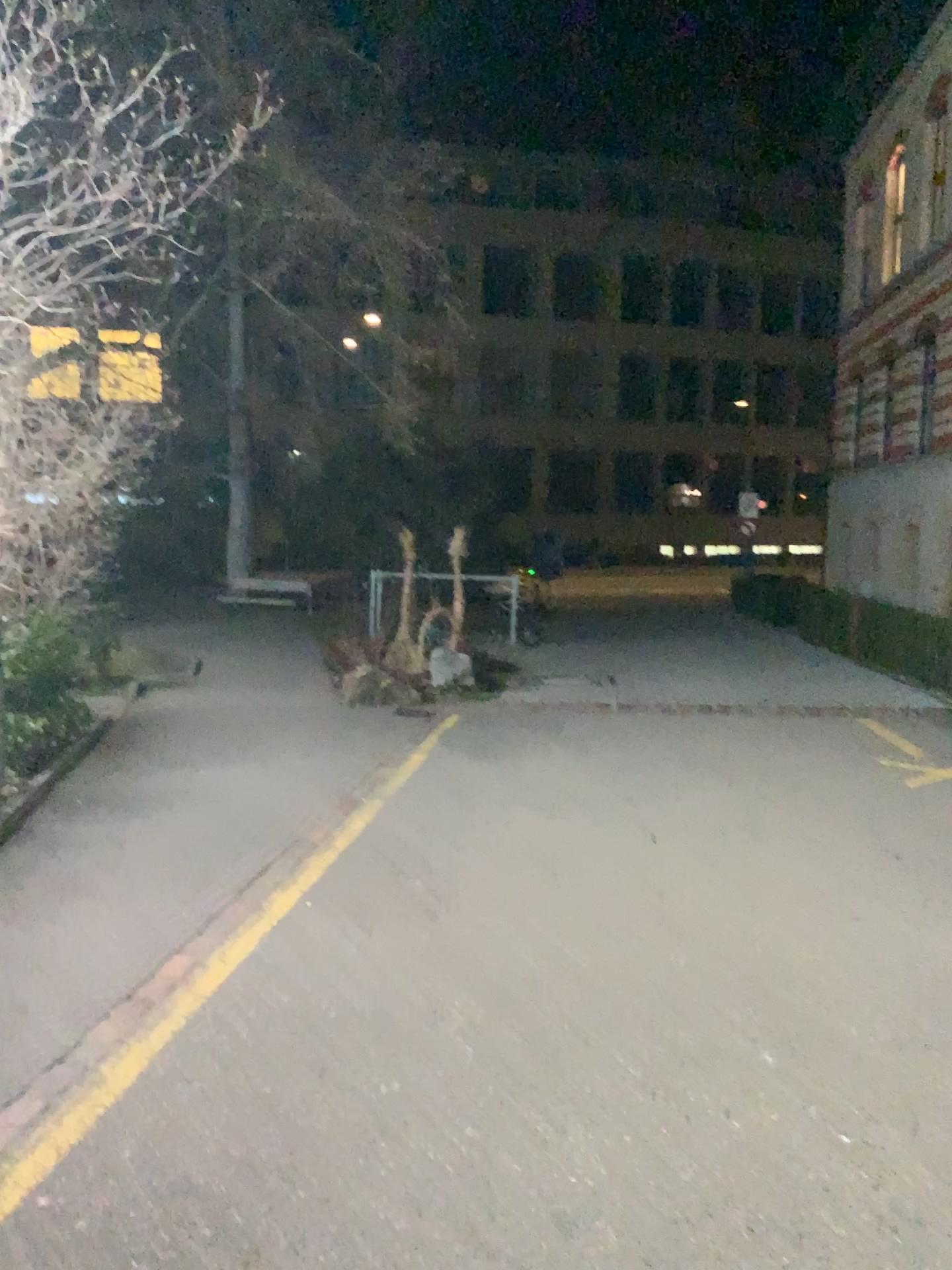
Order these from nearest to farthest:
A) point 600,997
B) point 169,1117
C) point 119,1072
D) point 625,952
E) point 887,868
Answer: point 169,1117, point 119,1072, point 600,997, point 625,952, point 887,868
